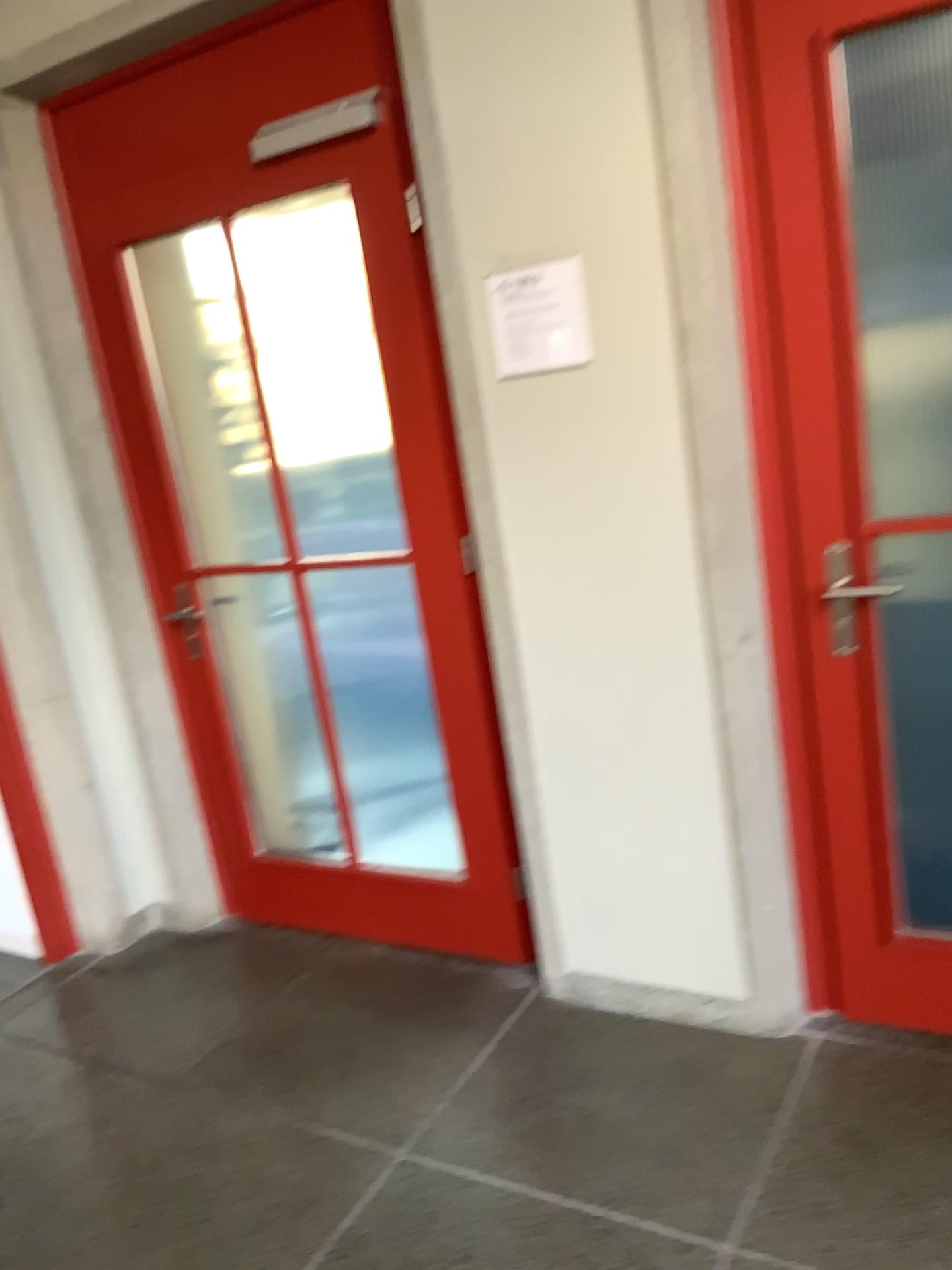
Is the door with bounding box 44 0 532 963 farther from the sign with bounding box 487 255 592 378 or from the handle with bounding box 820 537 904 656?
the handle with bounding box 820 537 904 656

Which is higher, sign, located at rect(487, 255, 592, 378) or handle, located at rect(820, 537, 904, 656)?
sign, located at rect(487, 255, 592, 378)

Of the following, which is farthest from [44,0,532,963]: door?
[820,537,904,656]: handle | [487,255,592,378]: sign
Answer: [820,537,904,656]: handle

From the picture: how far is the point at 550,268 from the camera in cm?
216

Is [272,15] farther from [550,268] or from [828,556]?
[828,556]

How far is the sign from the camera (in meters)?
2.16

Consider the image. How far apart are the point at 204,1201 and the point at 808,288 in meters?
2.1

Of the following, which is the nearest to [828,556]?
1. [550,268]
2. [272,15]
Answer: [550,268]
